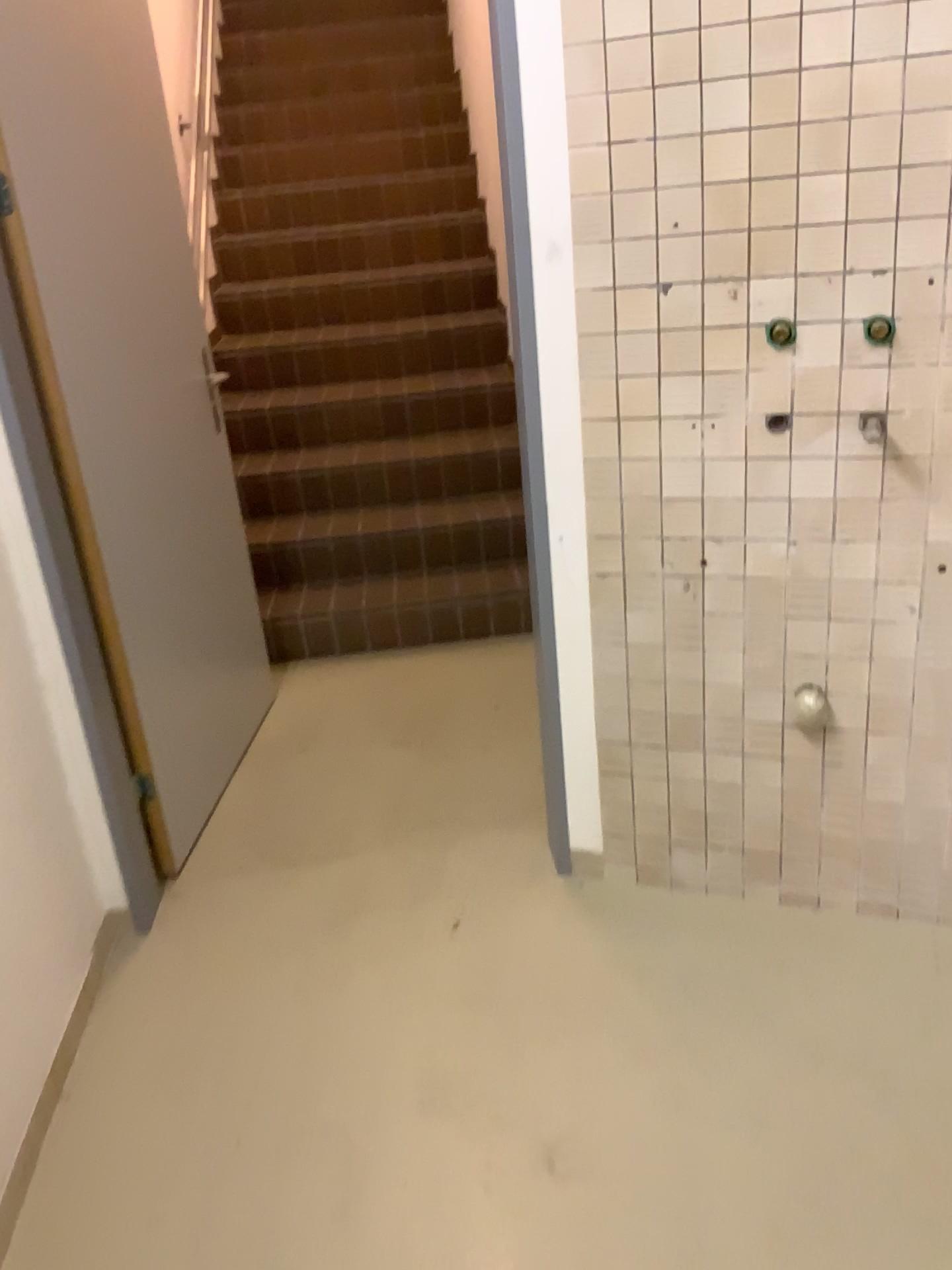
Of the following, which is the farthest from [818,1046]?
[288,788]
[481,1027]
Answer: [288,788]
